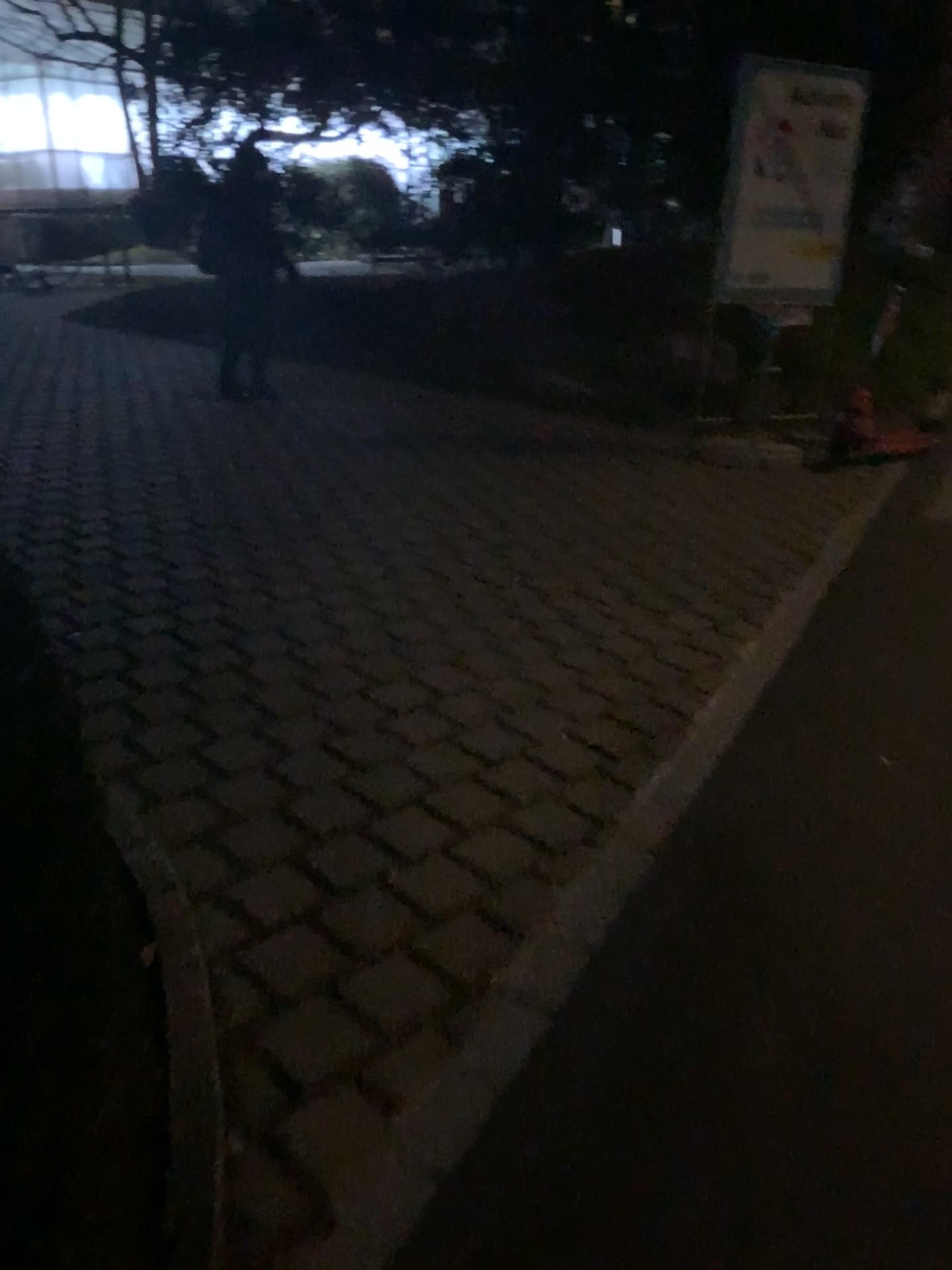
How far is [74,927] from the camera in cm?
117
